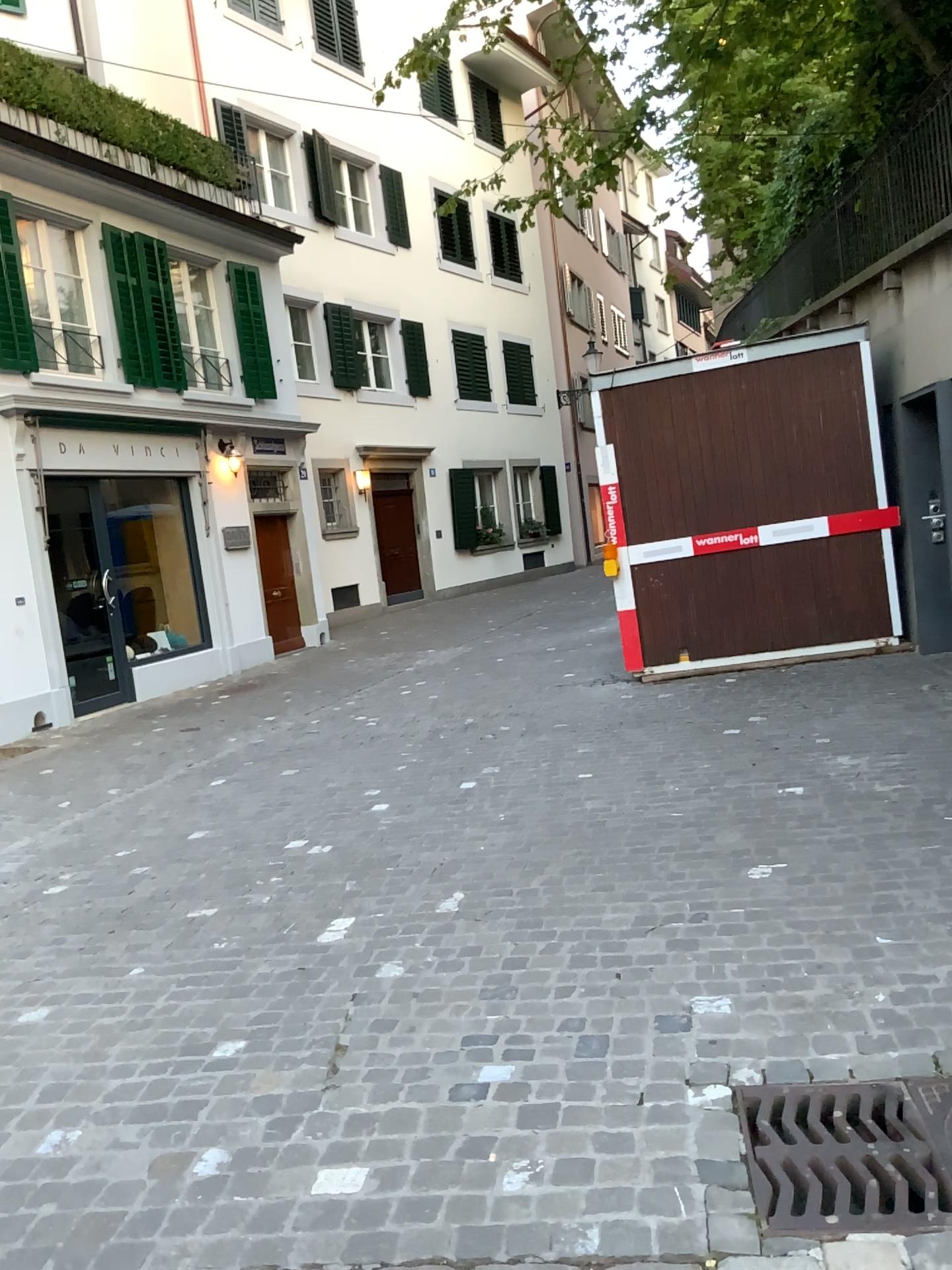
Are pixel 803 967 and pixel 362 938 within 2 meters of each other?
yes

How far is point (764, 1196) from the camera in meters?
2.1

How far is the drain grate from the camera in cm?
214
